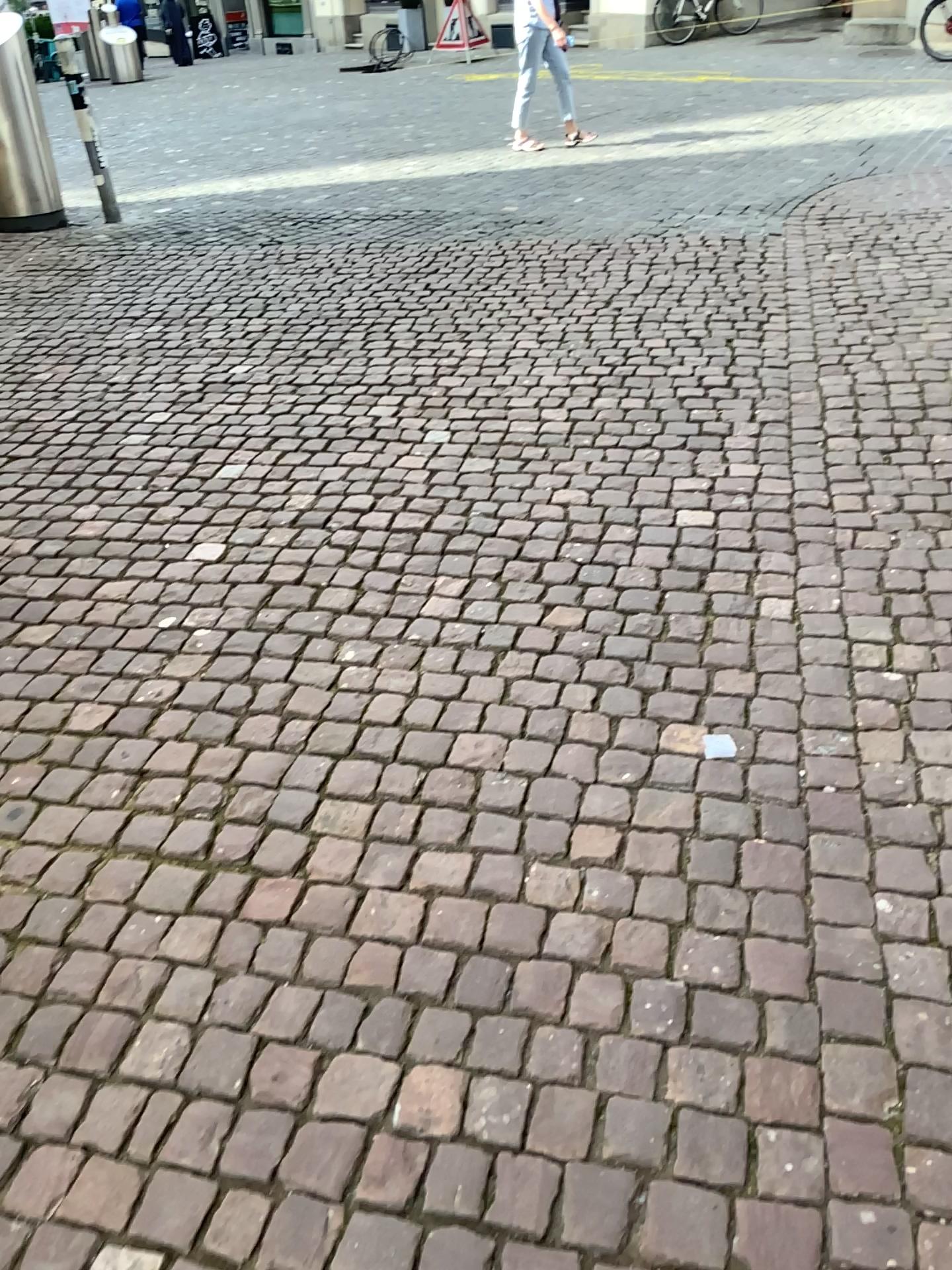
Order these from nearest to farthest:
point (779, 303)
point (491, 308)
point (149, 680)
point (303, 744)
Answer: point (303, 744)
point (149, 680)
point (779, 303)
point (491, 308)
